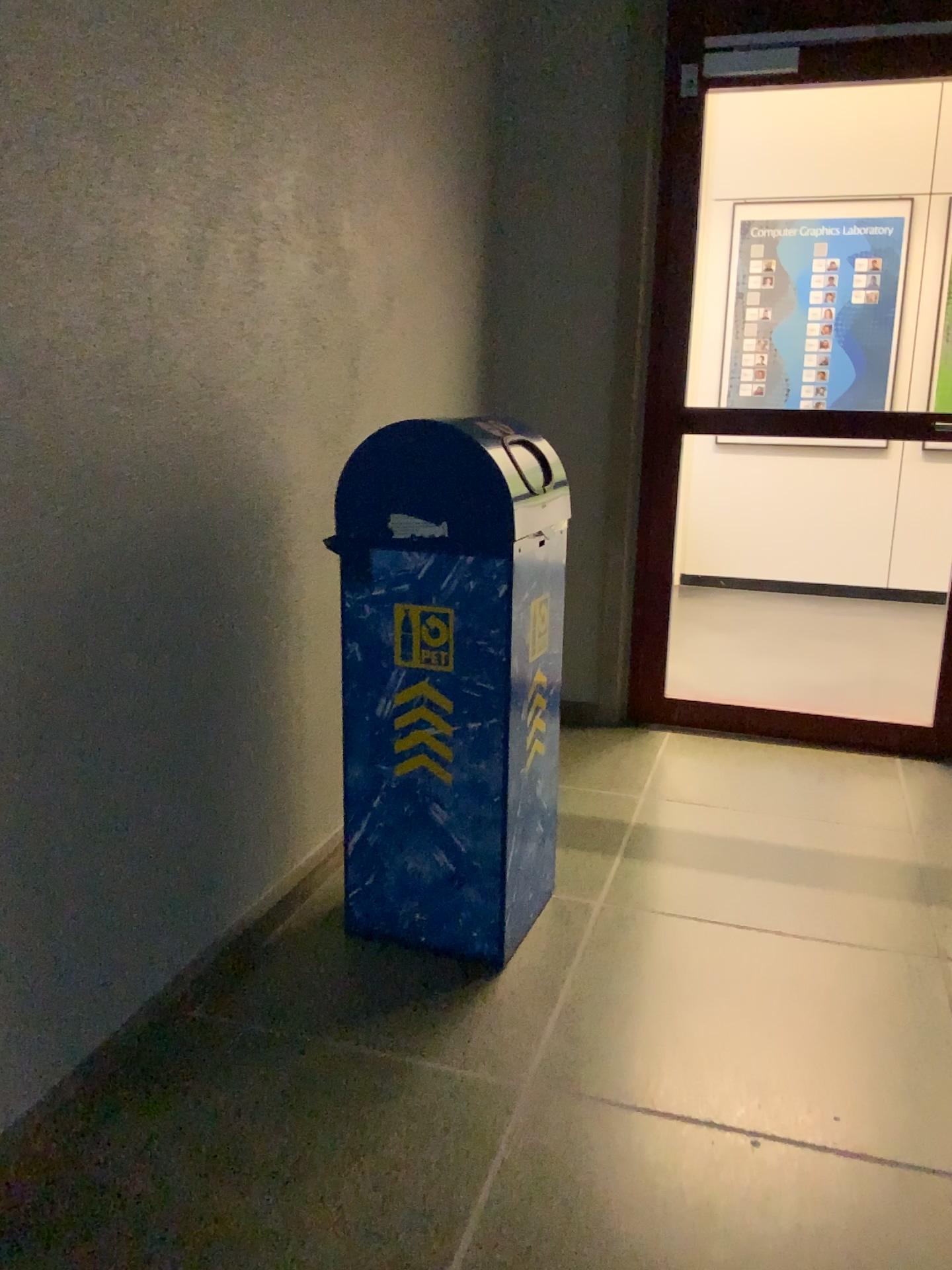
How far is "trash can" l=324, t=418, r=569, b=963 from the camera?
1.98m

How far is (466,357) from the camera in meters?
3.4 m

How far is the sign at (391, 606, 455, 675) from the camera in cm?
202

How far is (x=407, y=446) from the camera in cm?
198

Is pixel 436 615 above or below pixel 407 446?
below

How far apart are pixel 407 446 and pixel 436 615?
0.3 meters
